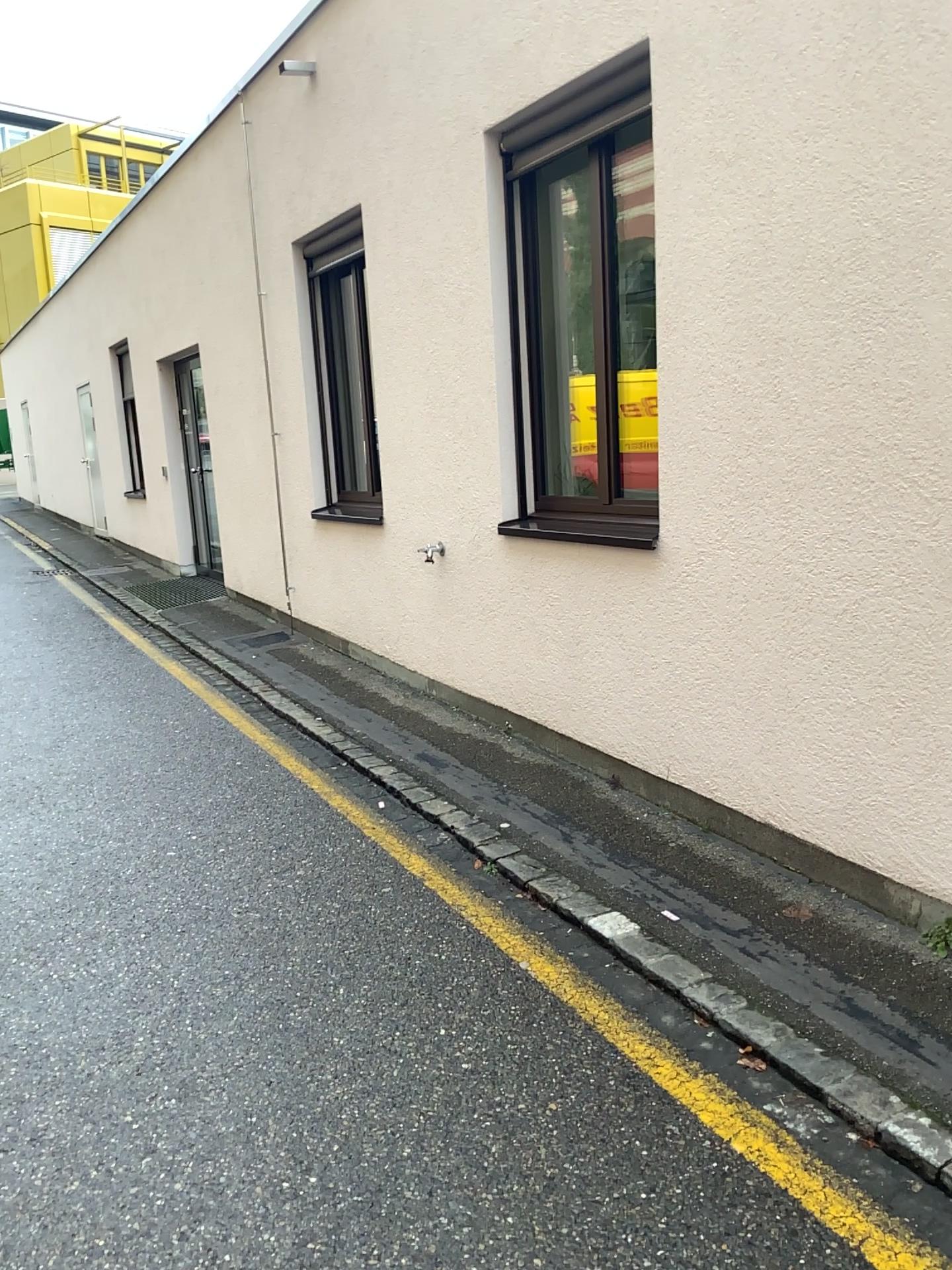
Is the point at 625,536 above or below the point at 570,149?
below

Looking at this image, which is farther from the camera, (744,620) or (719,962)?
(744,620)
